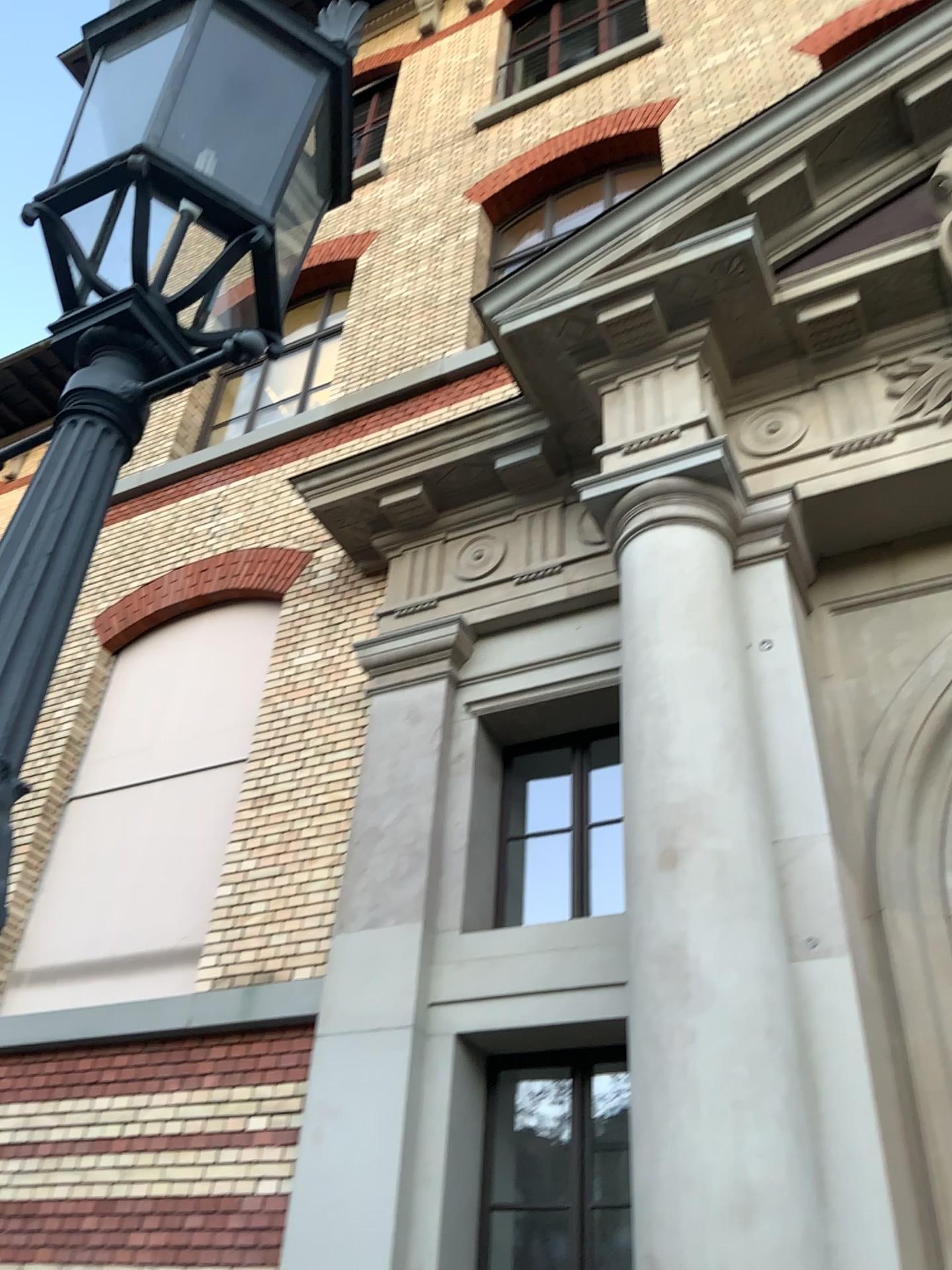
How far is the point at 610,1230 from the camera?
4.4m

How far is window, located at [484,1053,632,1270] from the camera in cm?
443

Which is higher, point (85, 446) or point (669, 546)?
point (669, 546)
